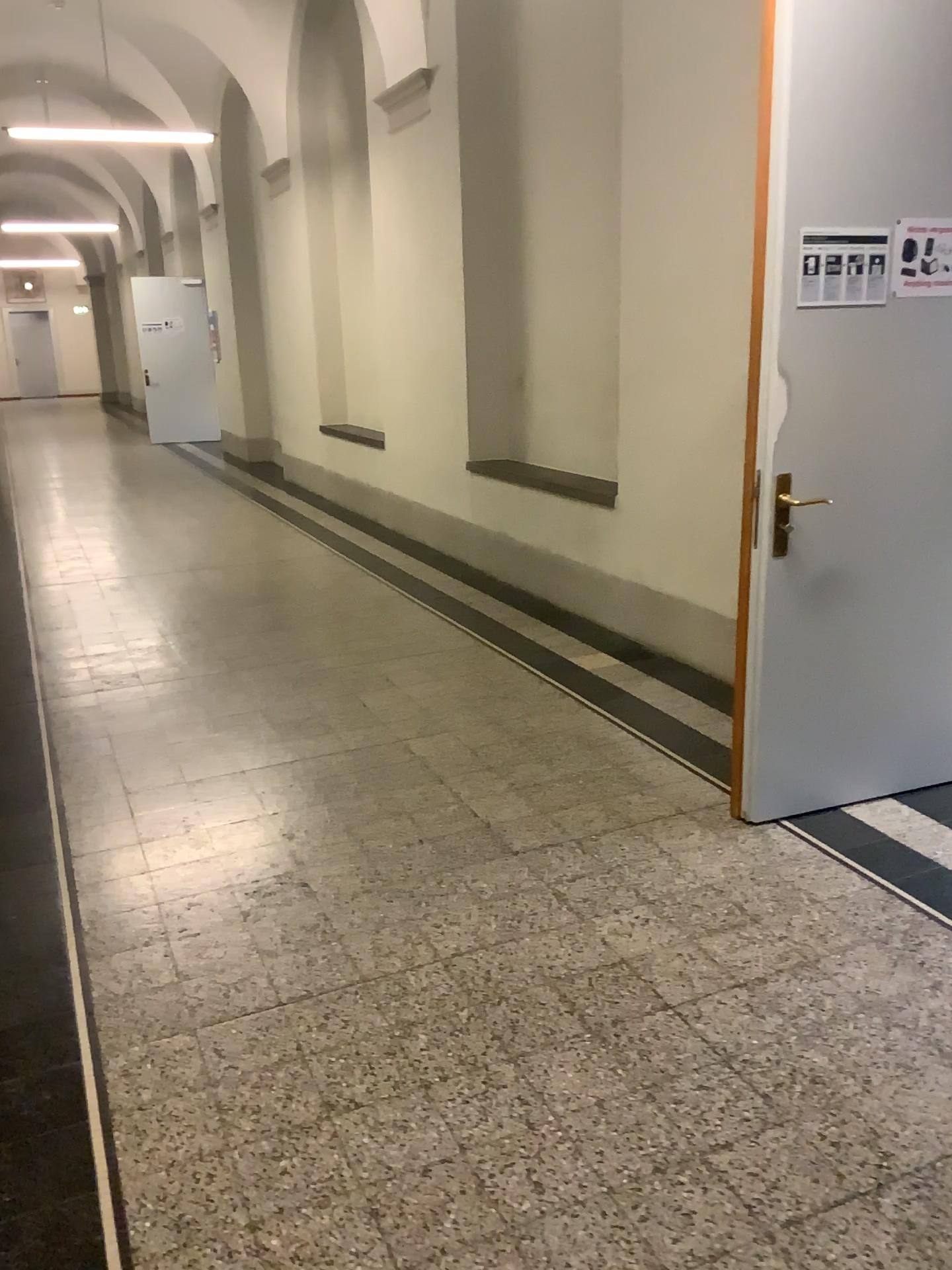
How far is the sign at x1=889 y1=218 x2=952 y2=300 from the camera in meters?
2.9 m

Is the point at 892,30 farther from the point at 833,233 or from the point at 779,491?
the point at 779,491

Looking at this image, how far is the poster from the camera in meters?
2.8 m

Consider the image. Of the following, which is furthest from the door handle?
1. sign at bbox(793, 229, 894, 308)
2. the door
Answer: sign at bbox(793, 229, 894, 308)

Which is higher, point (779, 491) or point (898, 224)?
point (898, 224)

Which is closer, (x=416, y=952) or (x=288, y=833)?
(x=416, y=952)

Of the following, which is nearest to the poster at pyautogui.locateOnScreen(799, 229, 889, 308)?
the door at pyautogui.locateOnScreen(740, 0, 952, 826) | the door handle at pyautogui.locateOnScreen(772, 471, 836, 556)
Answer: the door at pyautogui.locateOnScreen(740, 0, 952, 826)

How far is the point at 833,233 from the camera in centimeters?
285cm

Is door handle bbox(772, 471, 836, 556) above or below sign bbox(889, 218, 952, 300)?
below

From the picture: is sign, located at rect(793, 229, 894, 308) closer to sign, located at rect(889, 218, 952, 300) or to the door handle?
A: sign, located at rect(889, 218, 952, 300)
